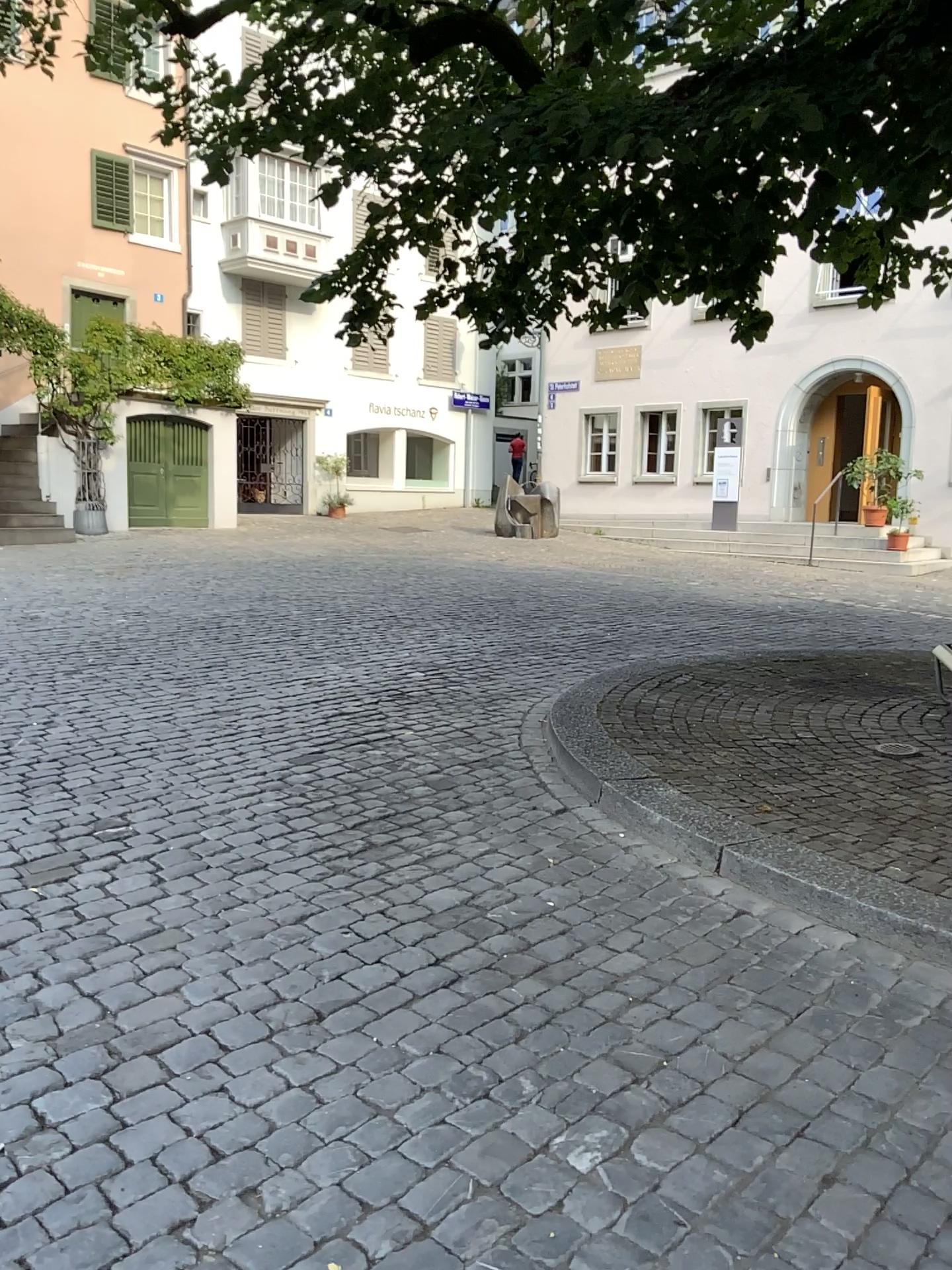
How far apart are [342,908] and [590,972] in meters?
0.9
